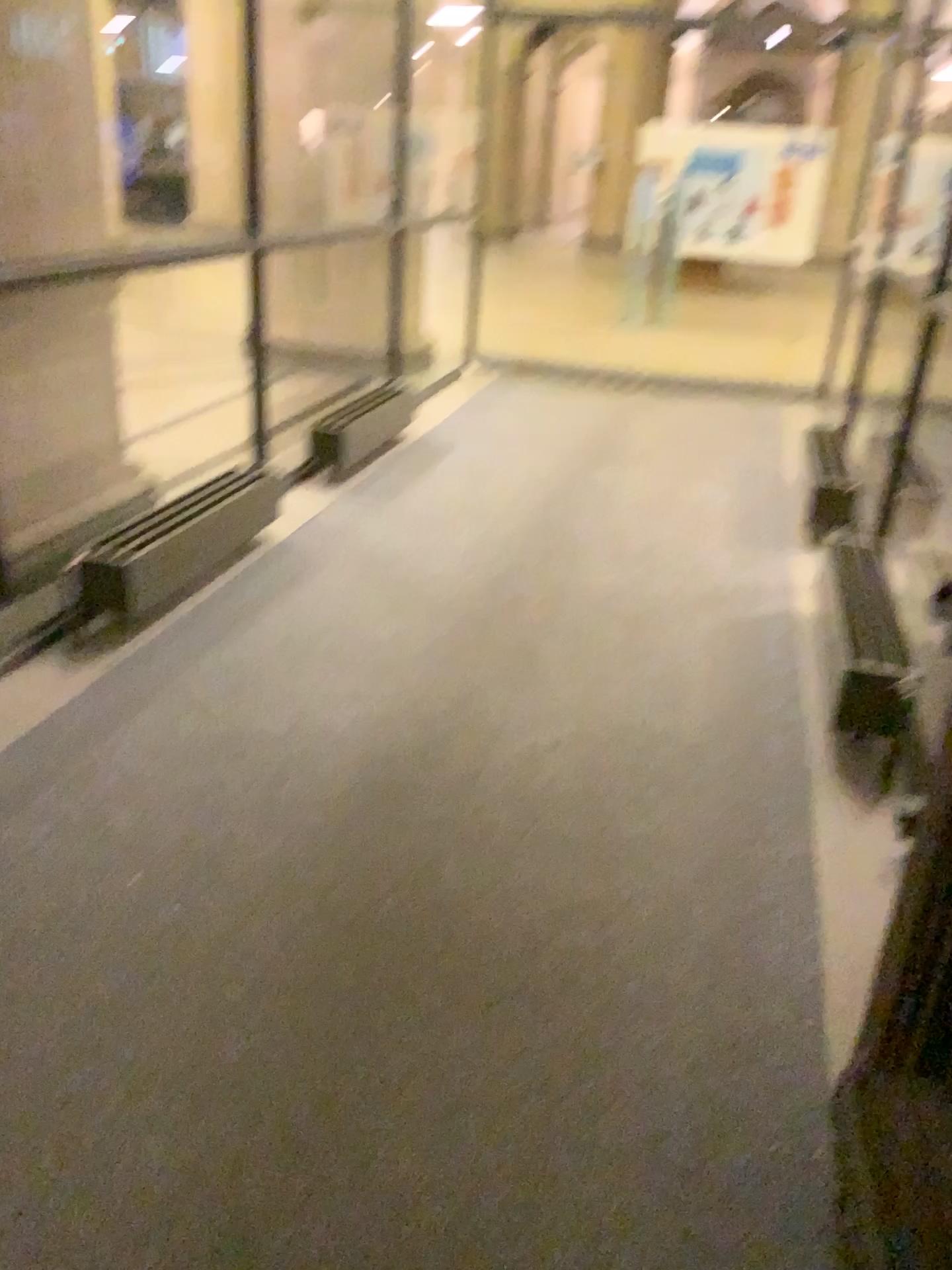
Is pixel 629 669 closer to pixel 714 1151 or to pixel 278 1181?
pixel 714 1151
